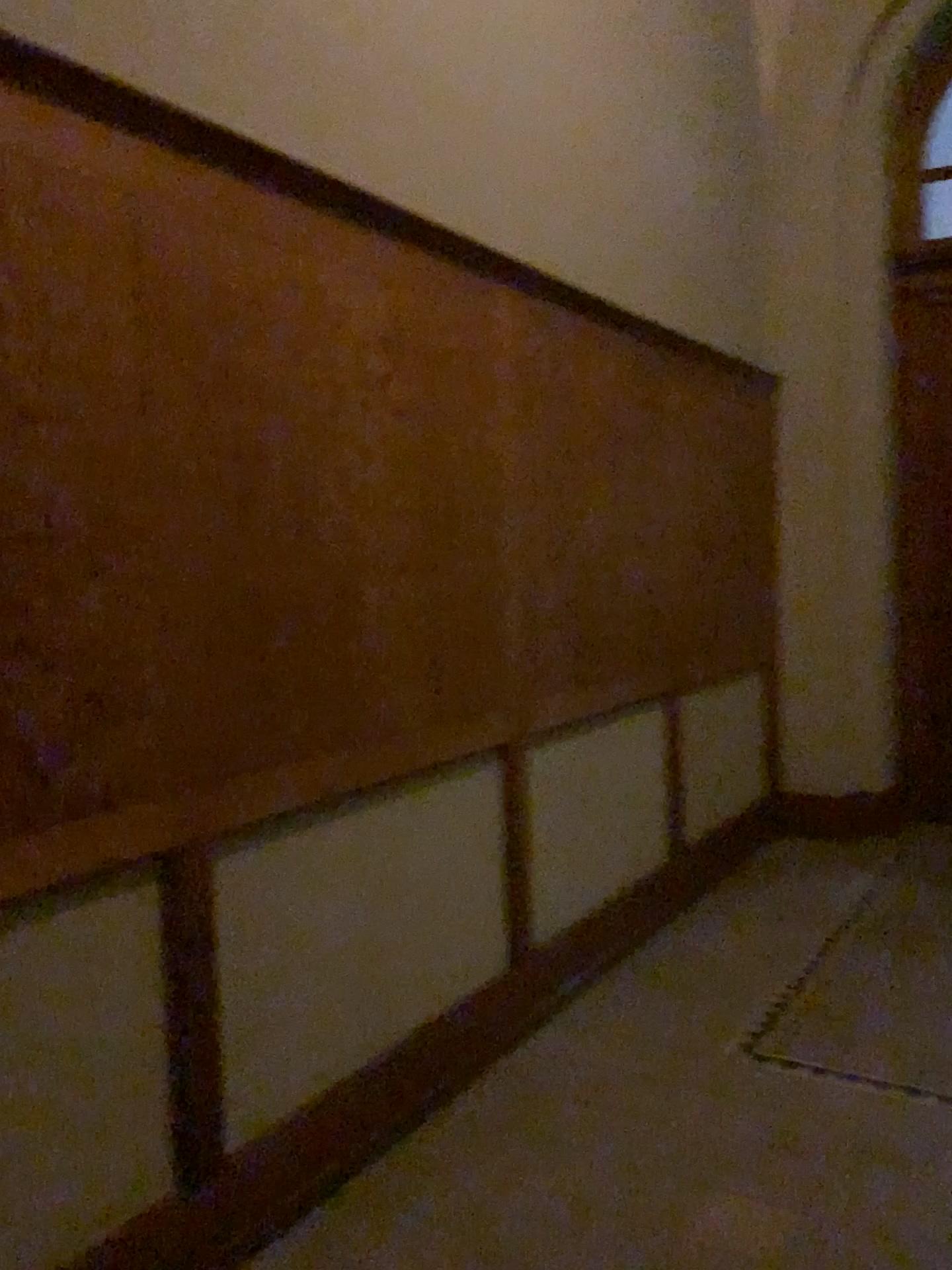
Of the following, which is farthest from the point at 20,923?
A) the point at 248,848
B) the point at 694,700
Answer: the point at 694,700

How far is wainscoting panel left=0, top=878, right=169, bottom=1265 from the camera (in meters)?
1.80

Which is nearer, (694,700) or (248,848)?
(248,848)

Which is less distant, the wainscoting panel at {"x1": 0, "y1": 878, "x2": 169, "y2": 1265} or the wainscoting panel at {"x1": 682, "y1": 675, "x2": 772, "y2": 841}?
the wainscoting panel at {"x1": 0, "y1": 878, "x2": 169, "y2": 1265}

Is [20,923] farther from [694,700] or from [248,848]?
[694,700]

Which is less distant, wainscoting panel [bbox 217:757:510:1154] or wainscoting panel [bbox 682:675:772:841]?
wainscoting panel [bbox 217:757:510:1154]

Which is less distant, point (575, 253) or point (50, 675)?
point (50, 675)

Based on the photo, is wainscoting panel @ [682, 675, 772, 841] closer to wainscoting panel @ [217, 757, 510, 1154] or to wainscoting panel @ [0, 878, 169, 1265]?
wainscoting panel @ [217, 757, 510, 1154]

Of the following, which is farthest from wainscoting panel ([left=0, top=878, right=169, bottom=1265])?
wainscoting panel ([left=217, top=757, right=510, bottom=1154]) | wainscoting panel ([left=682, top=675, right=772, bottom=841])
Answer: wainscoting panel ([left=682, top=675, right=772, bottom=841])
